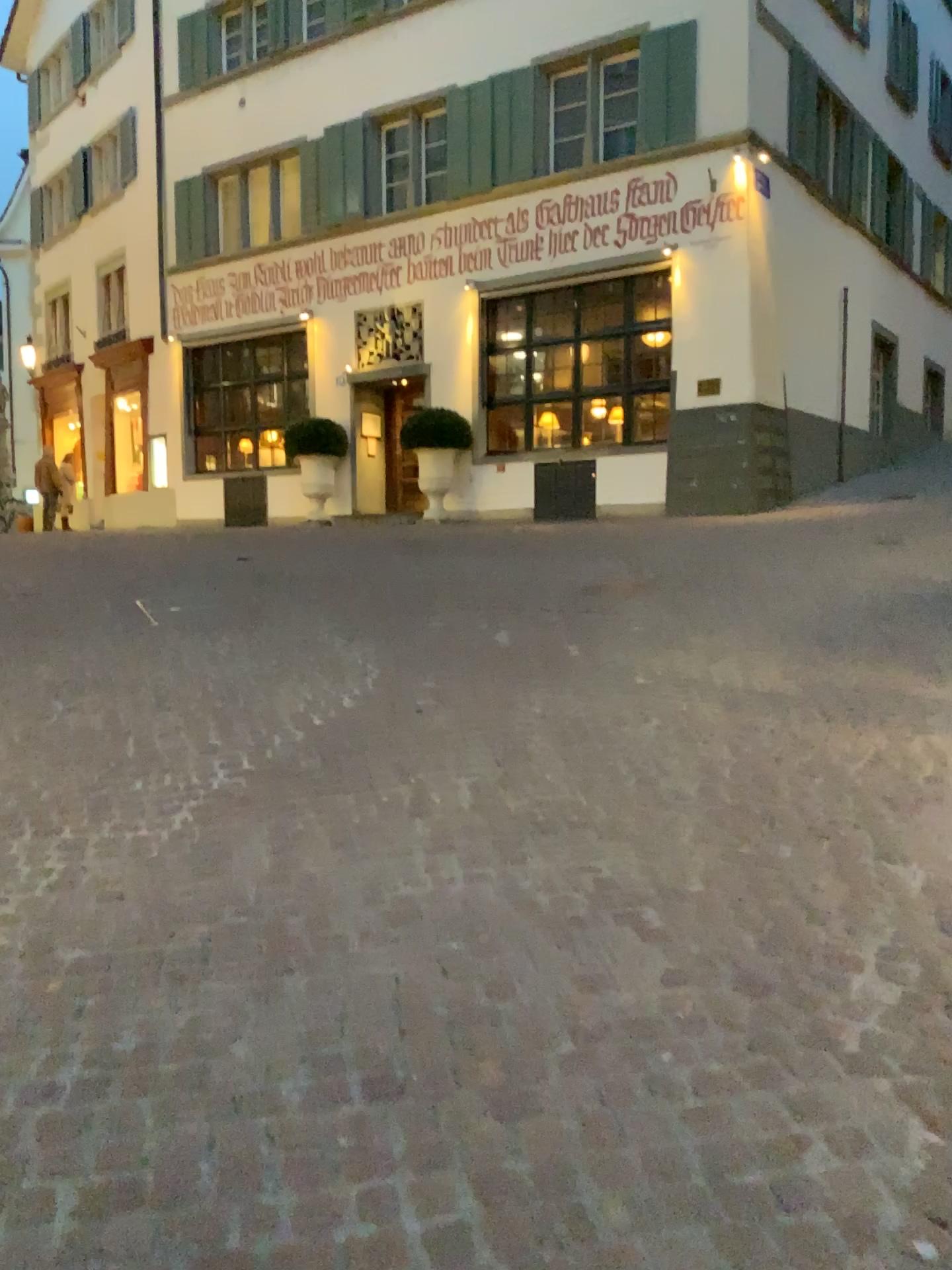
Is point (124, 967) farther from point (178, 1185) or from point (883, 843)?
point (883, 843)
